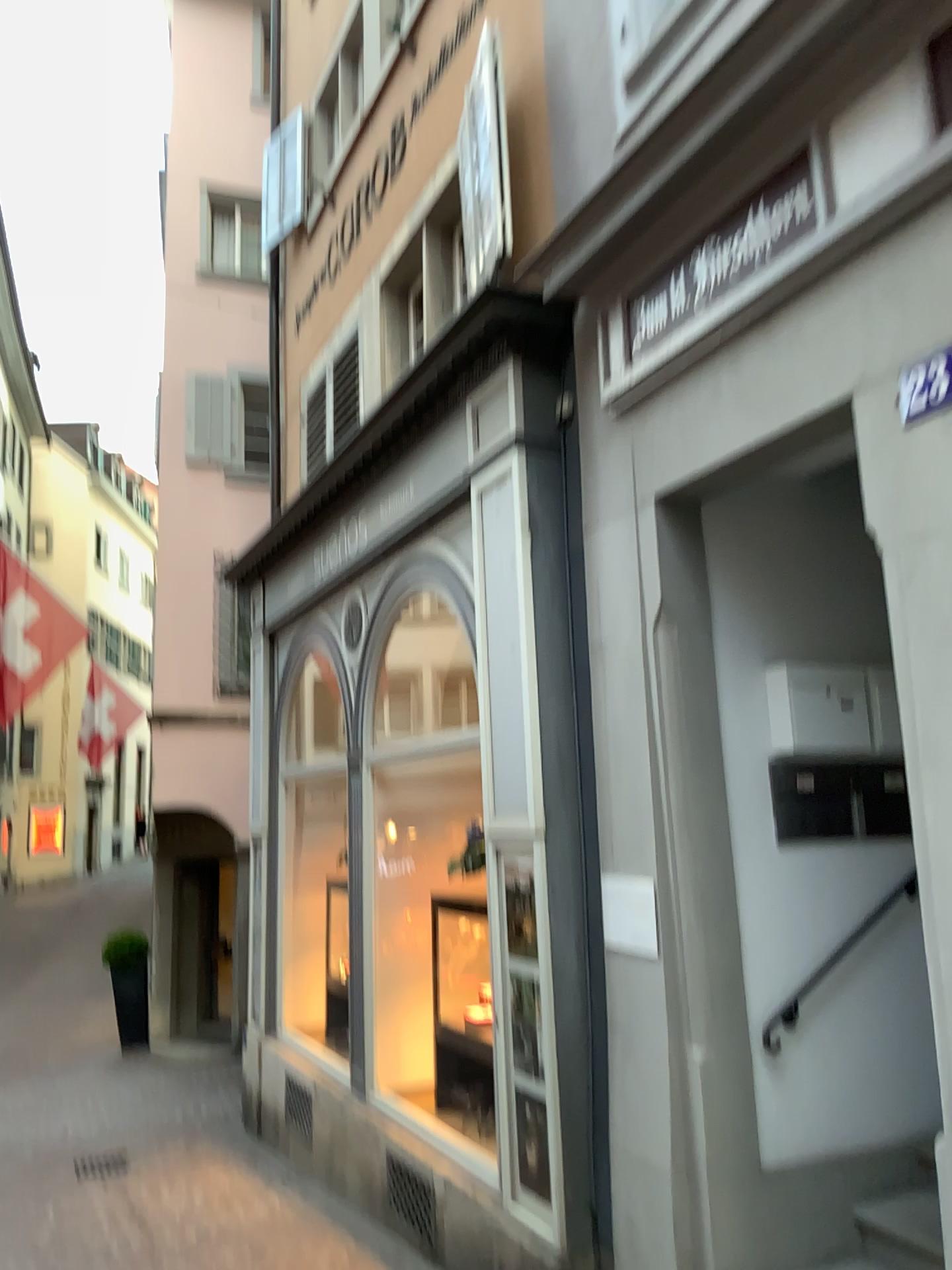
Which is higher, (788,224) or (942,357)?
(788,224)

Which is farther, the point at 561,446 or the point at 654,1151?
the point at 561,446

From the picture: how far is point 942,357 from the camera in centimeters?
277cm

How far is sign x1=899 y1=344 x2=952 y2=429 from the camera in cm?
277

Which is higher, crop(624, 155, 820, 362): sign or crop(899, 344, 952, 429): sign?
crop(624, 155, 820, 362): sign

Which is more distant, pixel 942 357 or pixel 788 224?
pixel 788 224

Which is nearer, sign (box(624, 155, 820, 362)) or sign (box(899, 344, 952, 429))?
sign (box(899, 344, 952, 429))
